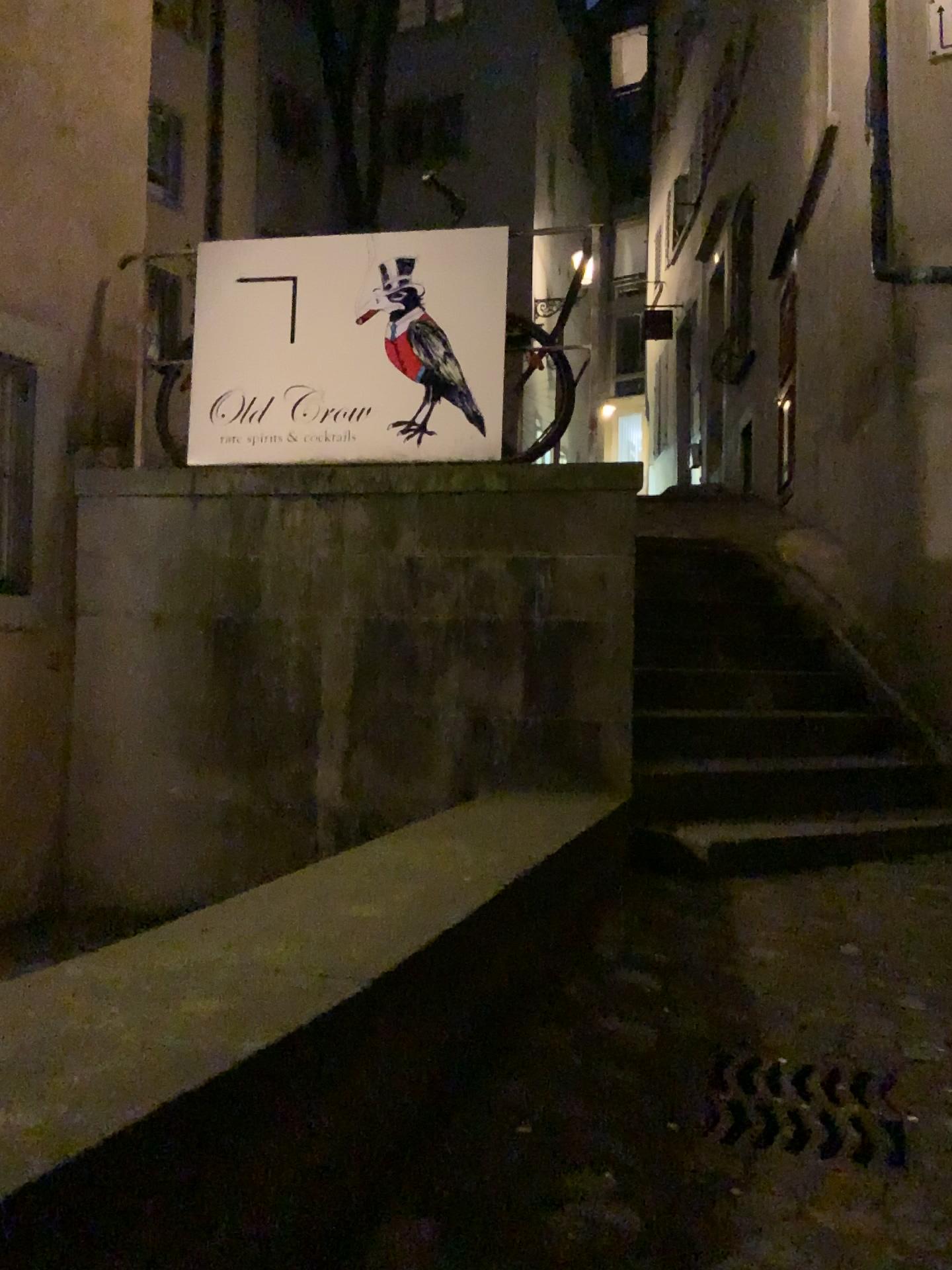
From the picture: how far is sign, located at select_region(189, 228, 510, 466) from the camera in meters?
4.0 m

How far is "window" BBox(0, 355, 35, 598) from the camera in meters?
3.9

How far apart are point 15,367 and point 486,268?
1.8m

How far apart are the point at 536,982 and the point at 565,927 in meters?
0.3 m

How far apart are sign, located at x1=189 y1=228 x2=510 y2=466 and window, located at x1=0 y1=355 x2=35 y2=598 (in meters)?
0.59

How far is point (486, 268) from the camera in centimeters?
399cm

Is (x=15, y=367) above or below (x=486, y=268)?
below
